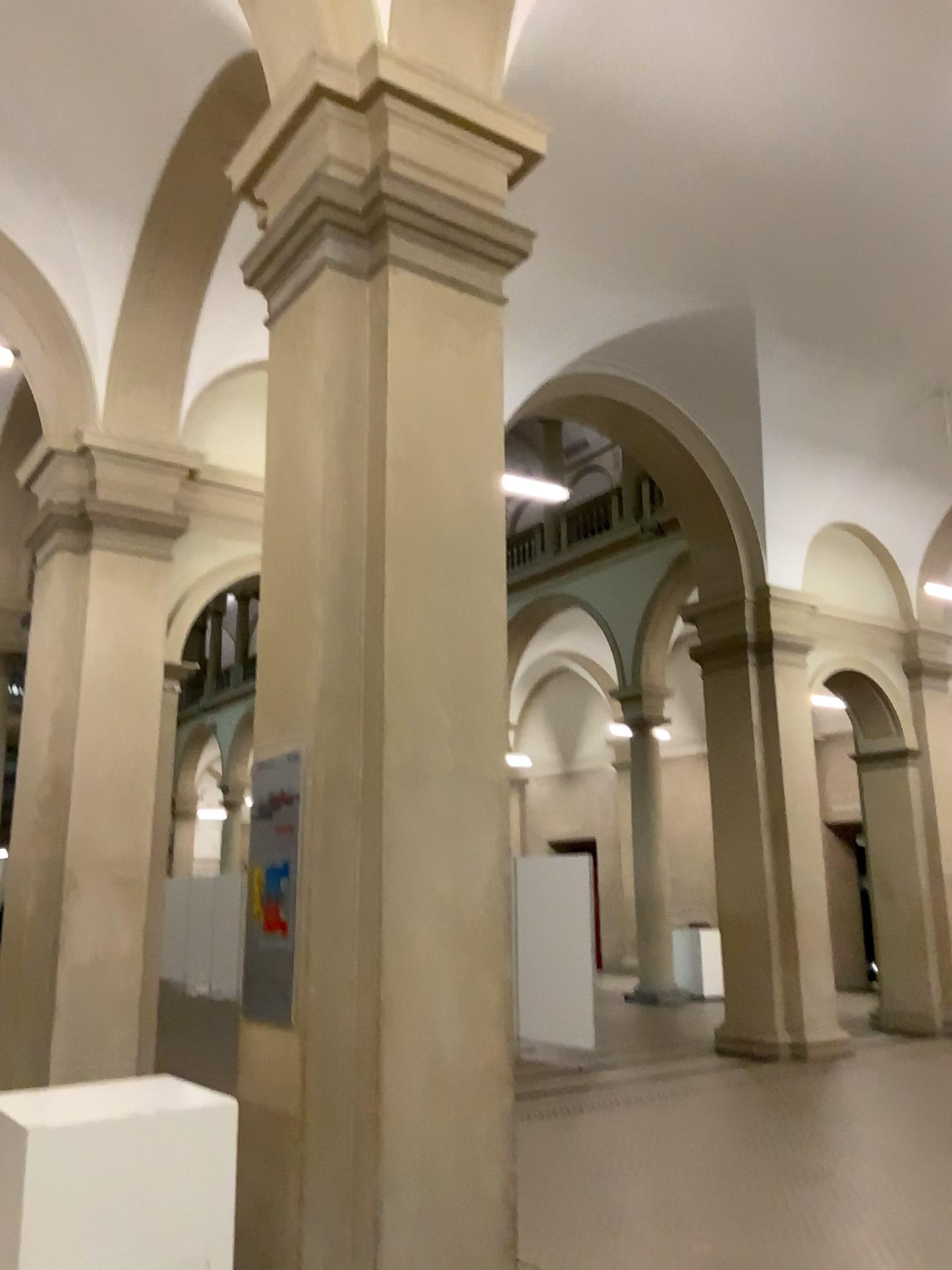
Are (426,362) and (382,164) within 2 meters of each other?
yes
